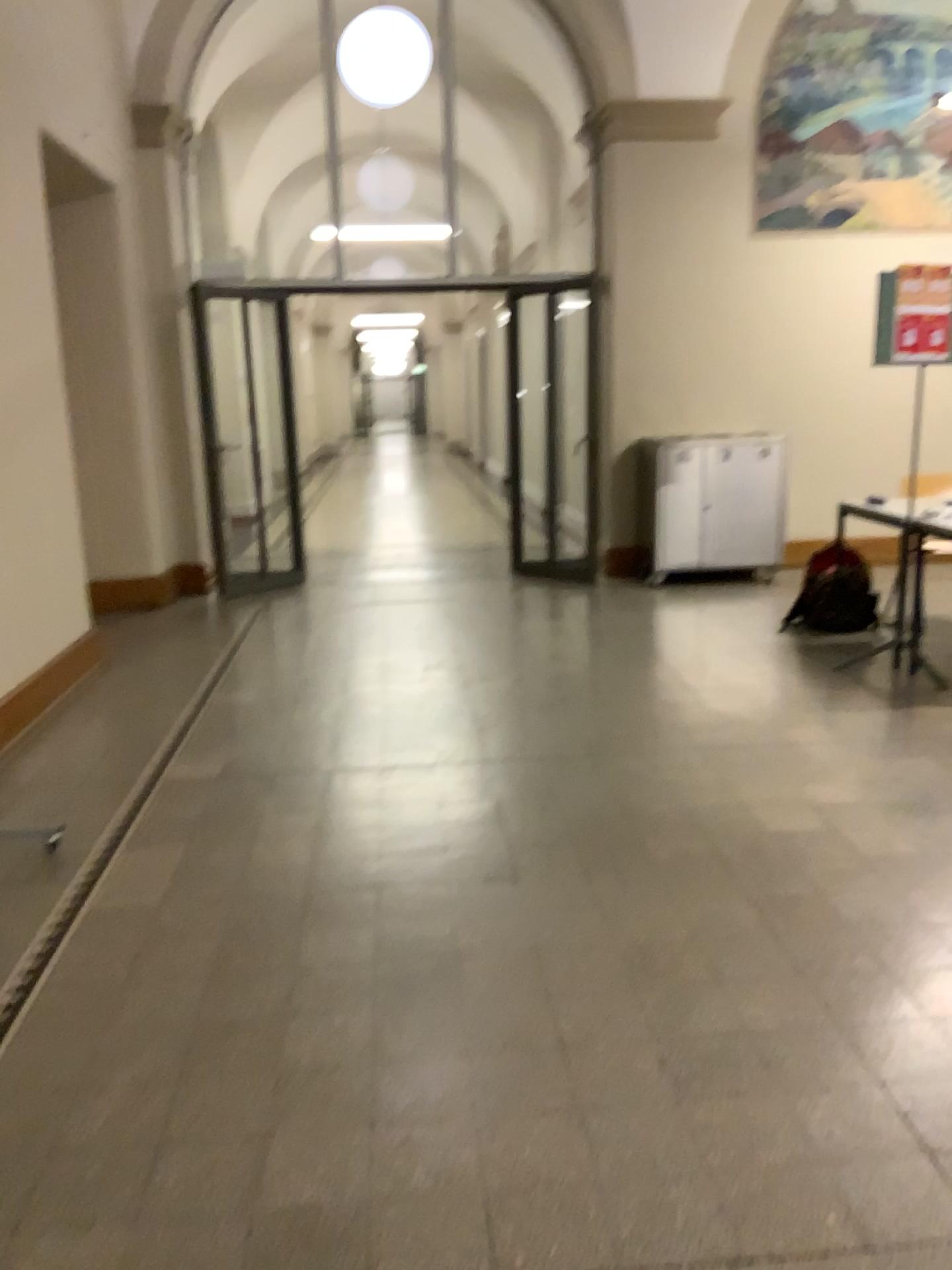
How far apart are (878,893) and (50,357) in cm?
405
